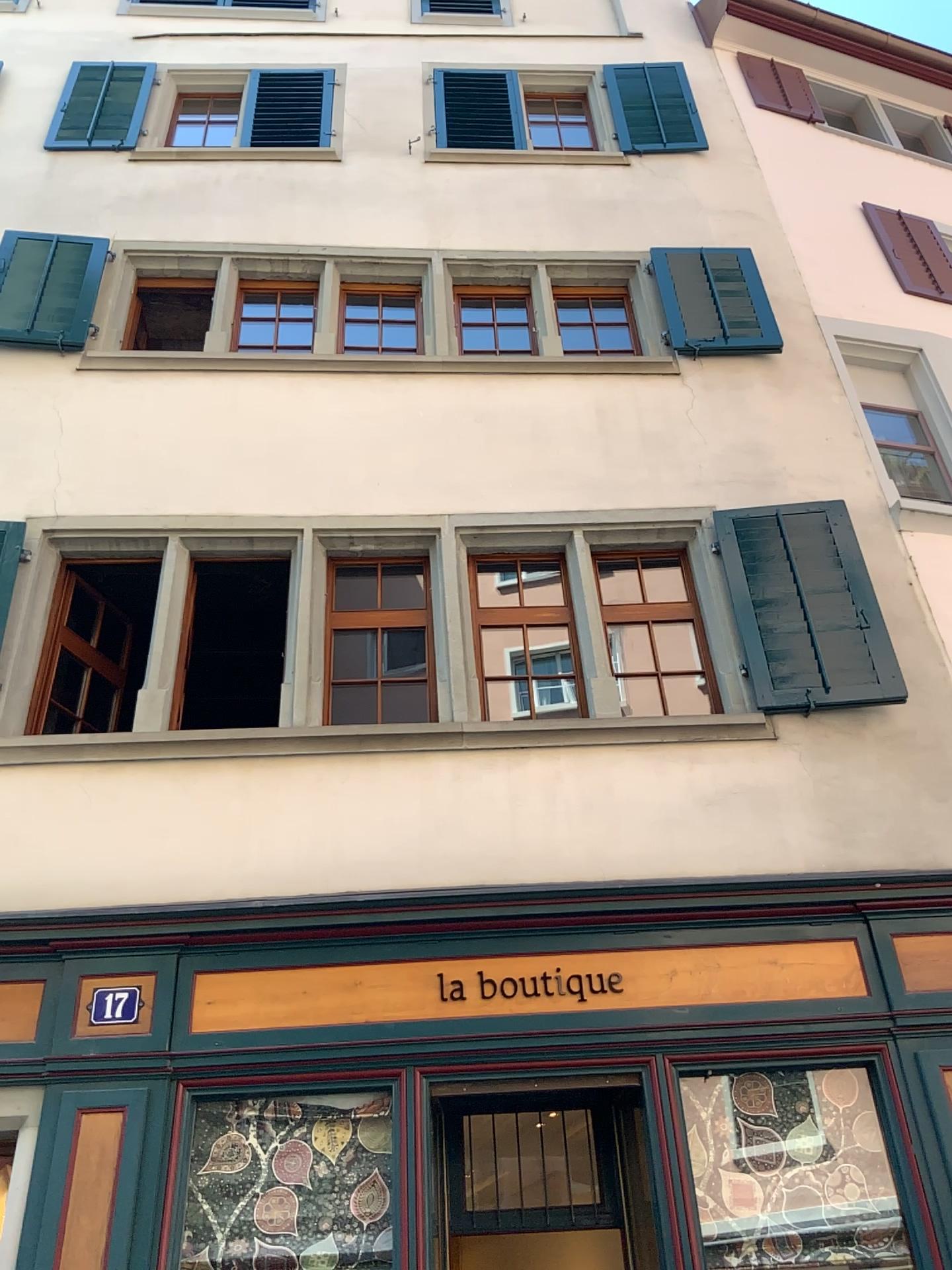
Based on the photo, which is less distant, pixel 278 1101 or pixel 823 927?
pixel 278 1101
